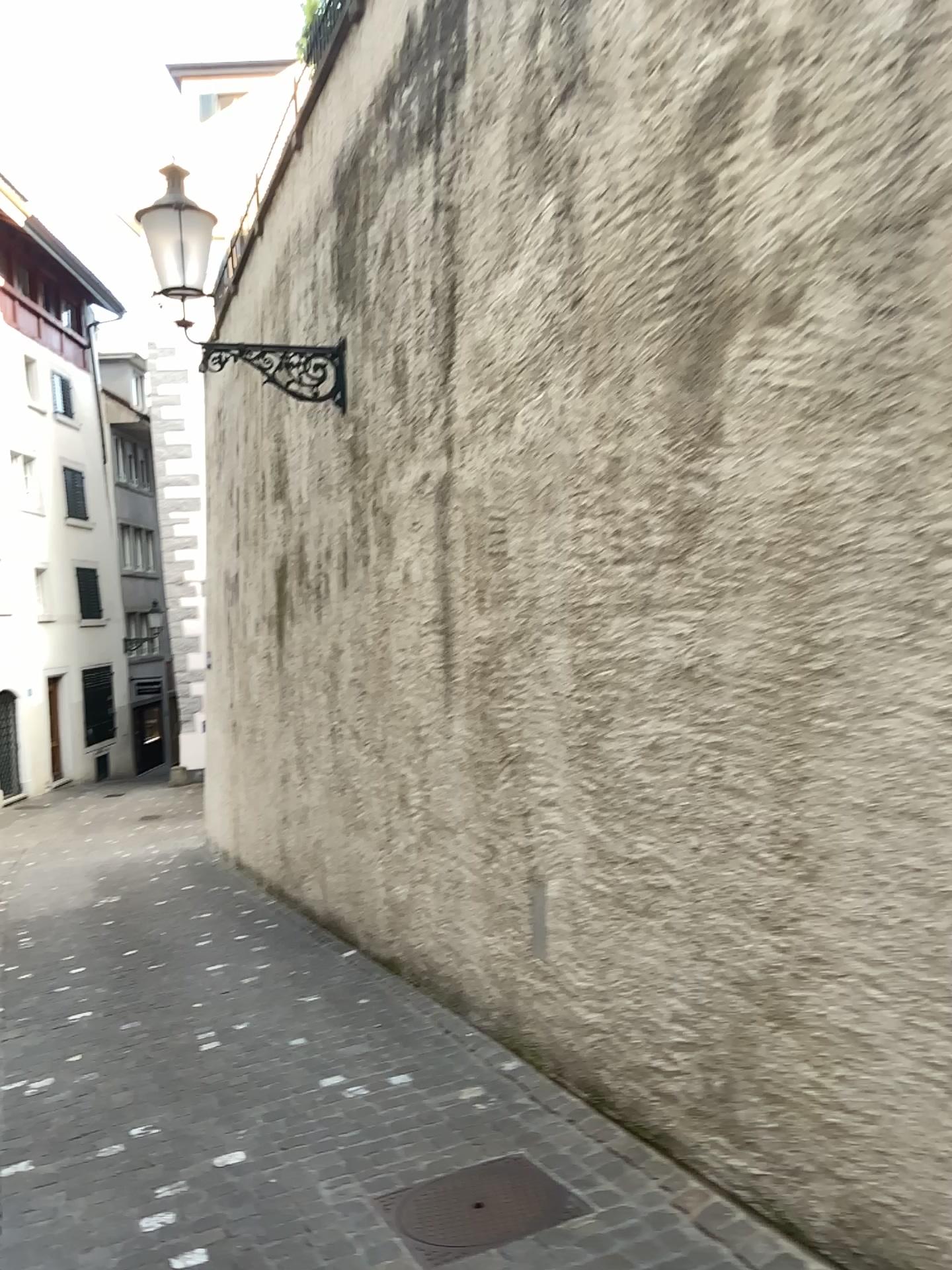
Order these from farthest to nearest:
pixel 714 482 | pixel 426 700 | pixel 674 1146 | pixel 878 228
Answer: pixel 426 700 < pixel 674 1146 < pixel 714 482 < pixel 878 228

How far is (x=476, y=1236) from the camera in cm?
281

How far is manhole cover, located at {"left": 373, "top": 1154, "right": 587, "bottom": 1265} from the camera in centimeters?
281cm
